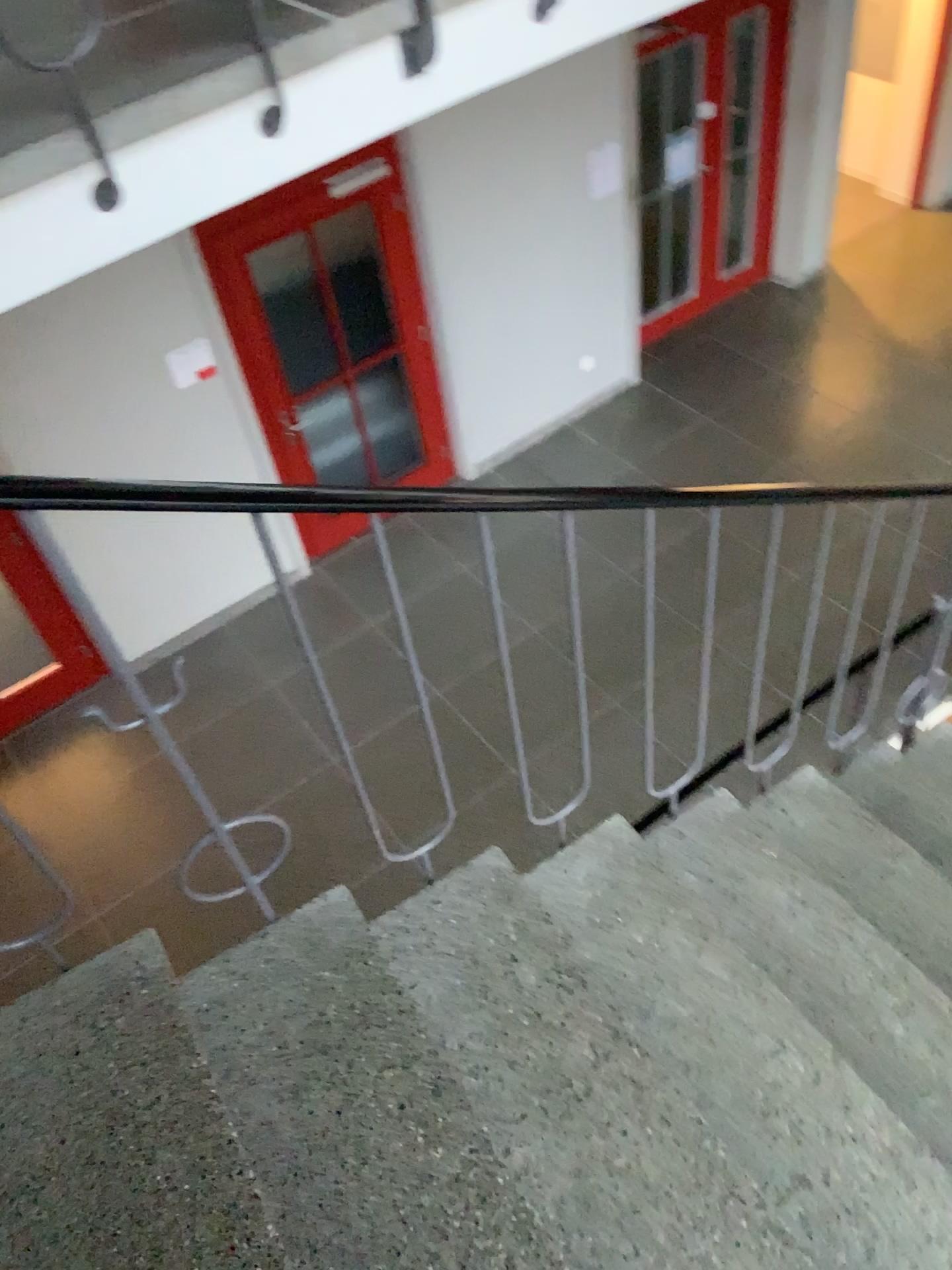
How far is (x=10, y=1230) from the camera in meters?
1.3

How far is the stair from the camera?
1.3 meters

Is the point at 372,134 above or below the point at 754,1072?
above
